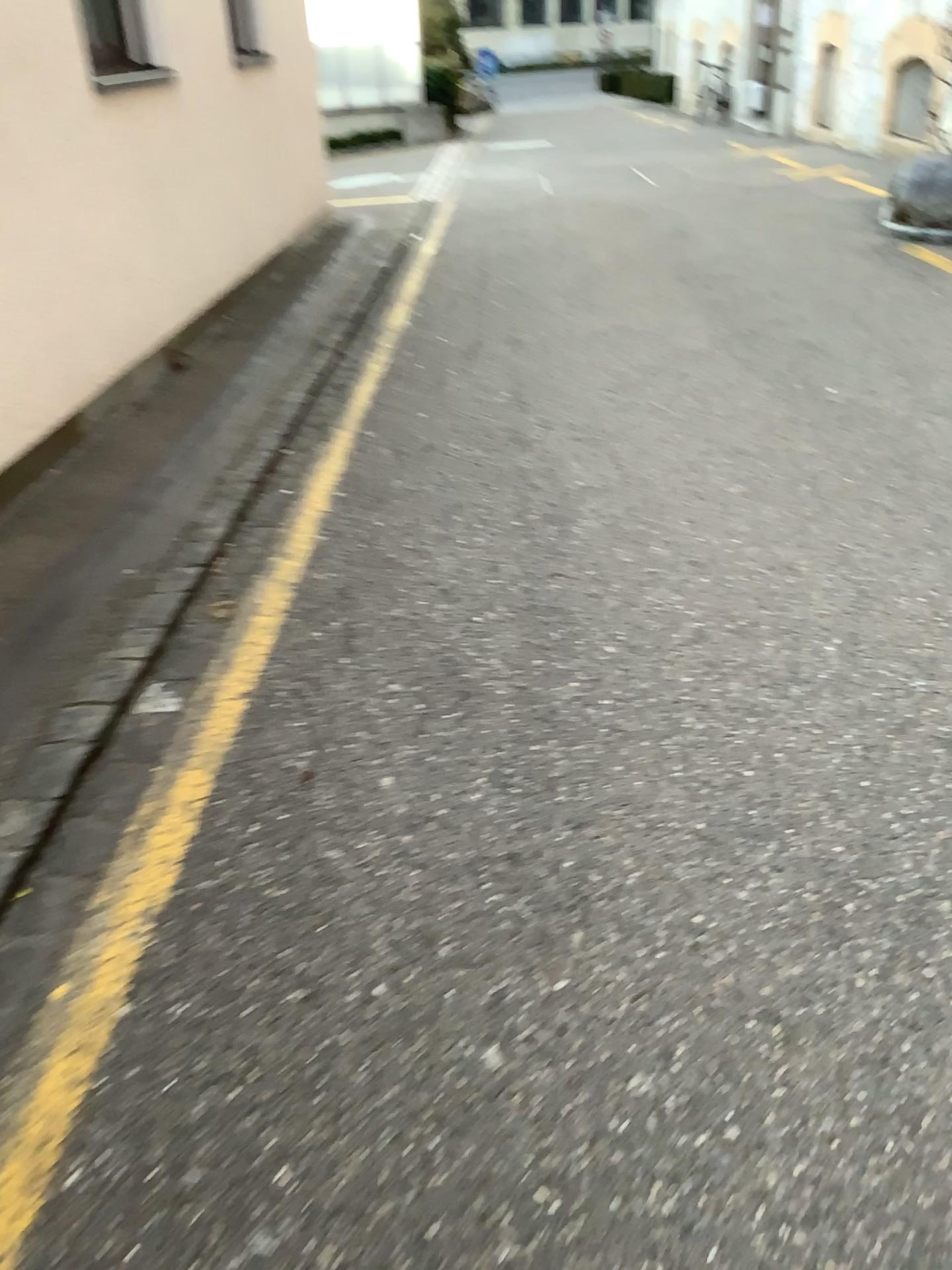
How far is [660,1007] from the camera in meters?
1.6 m
